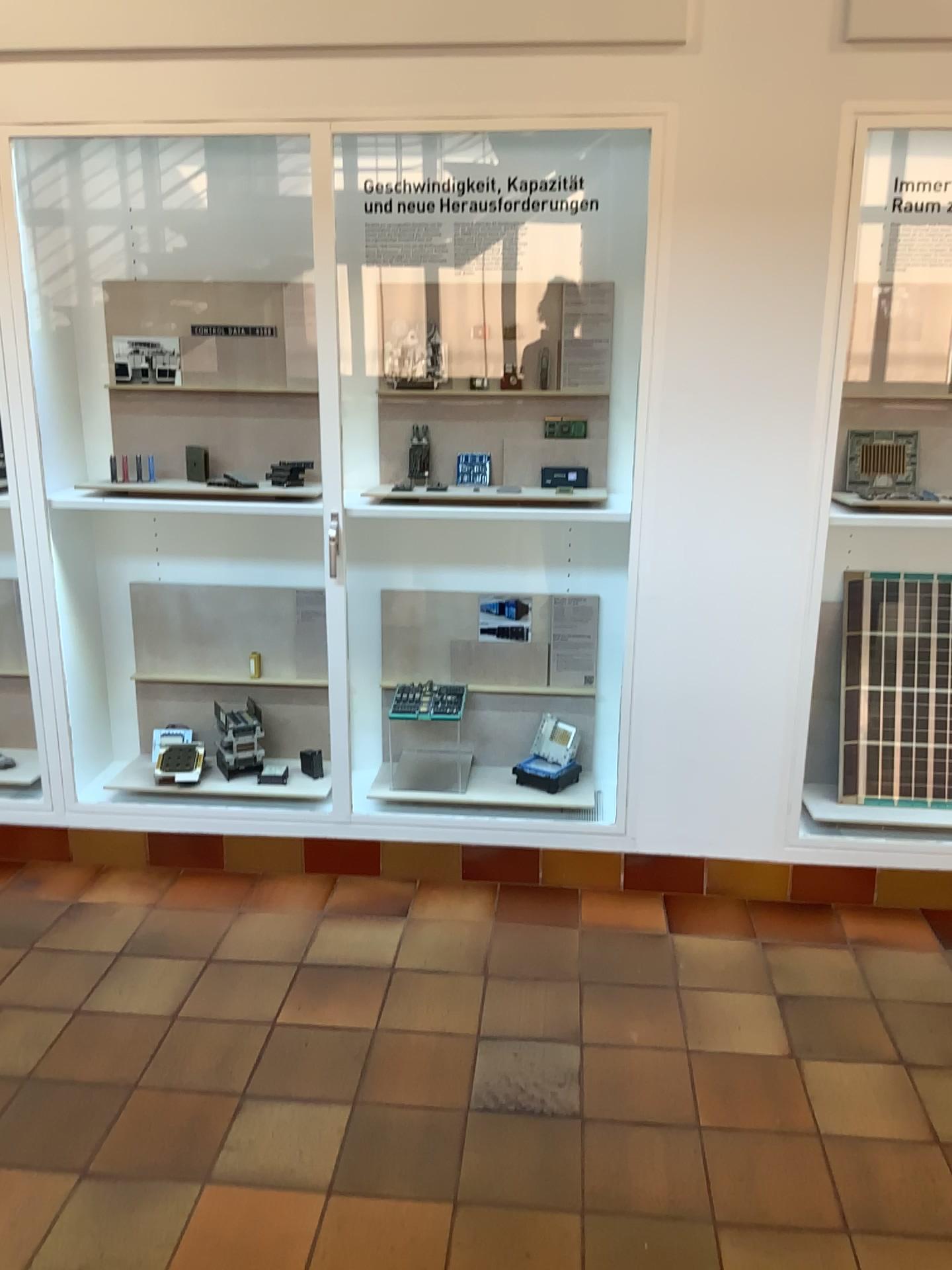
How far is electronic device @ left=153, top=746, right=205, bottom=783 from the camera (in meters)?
3.43

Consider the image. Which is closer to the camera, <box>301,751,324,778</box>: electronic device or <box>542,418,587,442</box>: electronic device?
<box>542,418,587,442</box>: electronic device

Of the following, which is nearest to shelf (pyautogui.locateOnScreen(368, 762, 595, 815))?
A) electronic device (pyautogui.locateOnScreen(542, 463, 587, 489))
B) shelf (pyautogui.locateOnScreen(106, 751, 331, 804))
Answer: shelf (pyautogui.locateOnScreen(106, 751, 331, 804))

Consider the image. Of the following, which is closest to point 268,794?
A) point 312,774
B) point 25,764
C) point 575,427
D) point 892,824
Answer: point 312,774

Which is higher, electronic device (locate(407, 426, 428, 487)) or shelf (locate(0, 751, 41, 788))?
electronic device (locate(407, 426, 428, 487))

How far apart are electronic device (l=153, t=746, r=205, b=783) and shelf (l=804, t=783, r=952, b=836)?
2.0 meters

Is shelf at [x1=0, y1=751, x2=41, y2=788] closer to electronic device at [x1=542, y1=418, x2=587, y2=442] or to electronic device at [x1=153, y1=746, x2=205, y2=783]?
electronic device at [x1=153, y1=746, x2=205, y2=783]

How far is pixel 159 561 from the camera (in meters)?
3.47

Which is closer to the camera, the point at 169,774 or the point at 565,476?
the point at 565,476

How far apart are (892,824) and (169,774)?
2.3m
